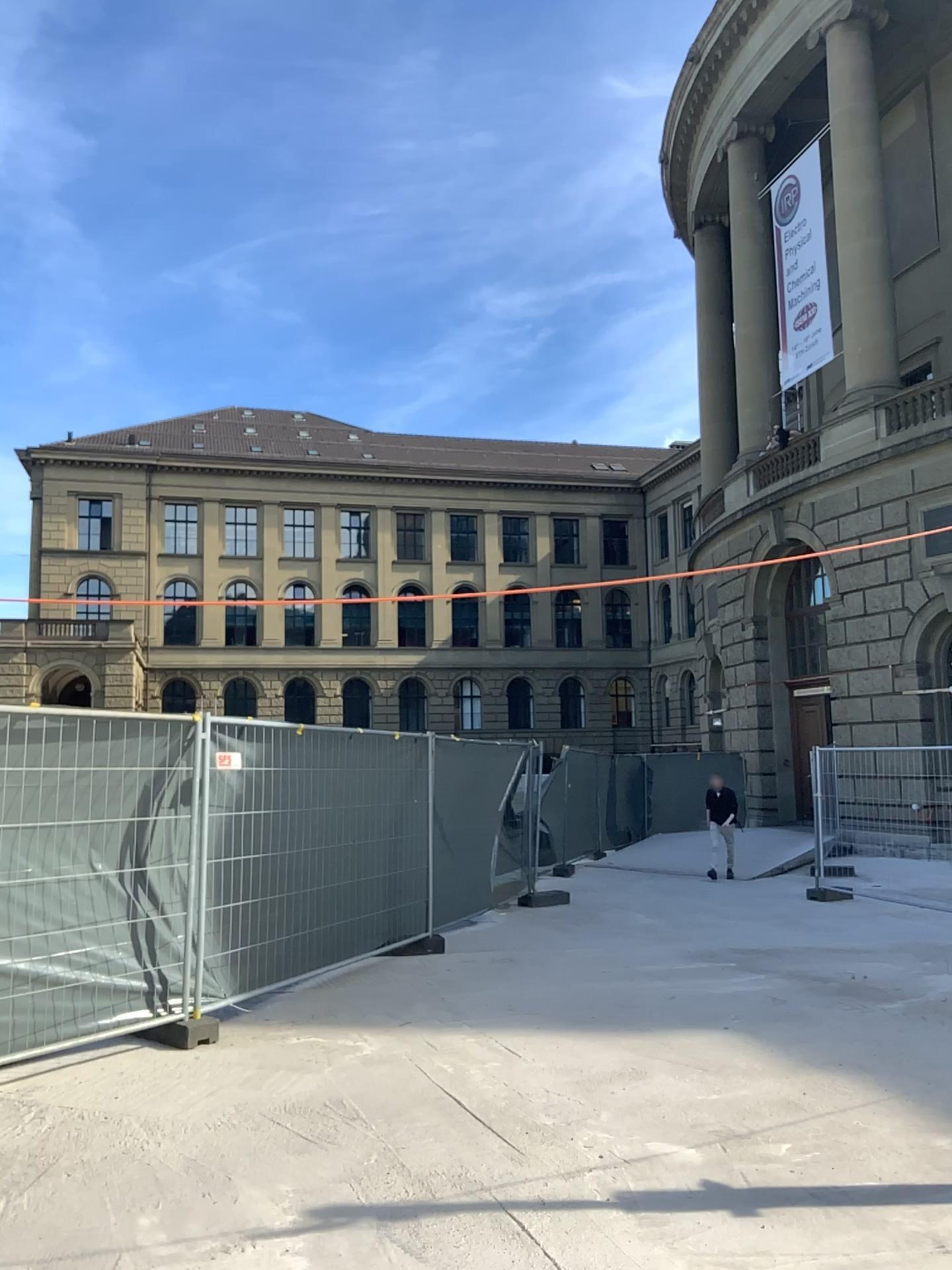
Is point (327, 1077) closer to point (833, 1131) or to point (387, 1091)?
point (387, 1091)
